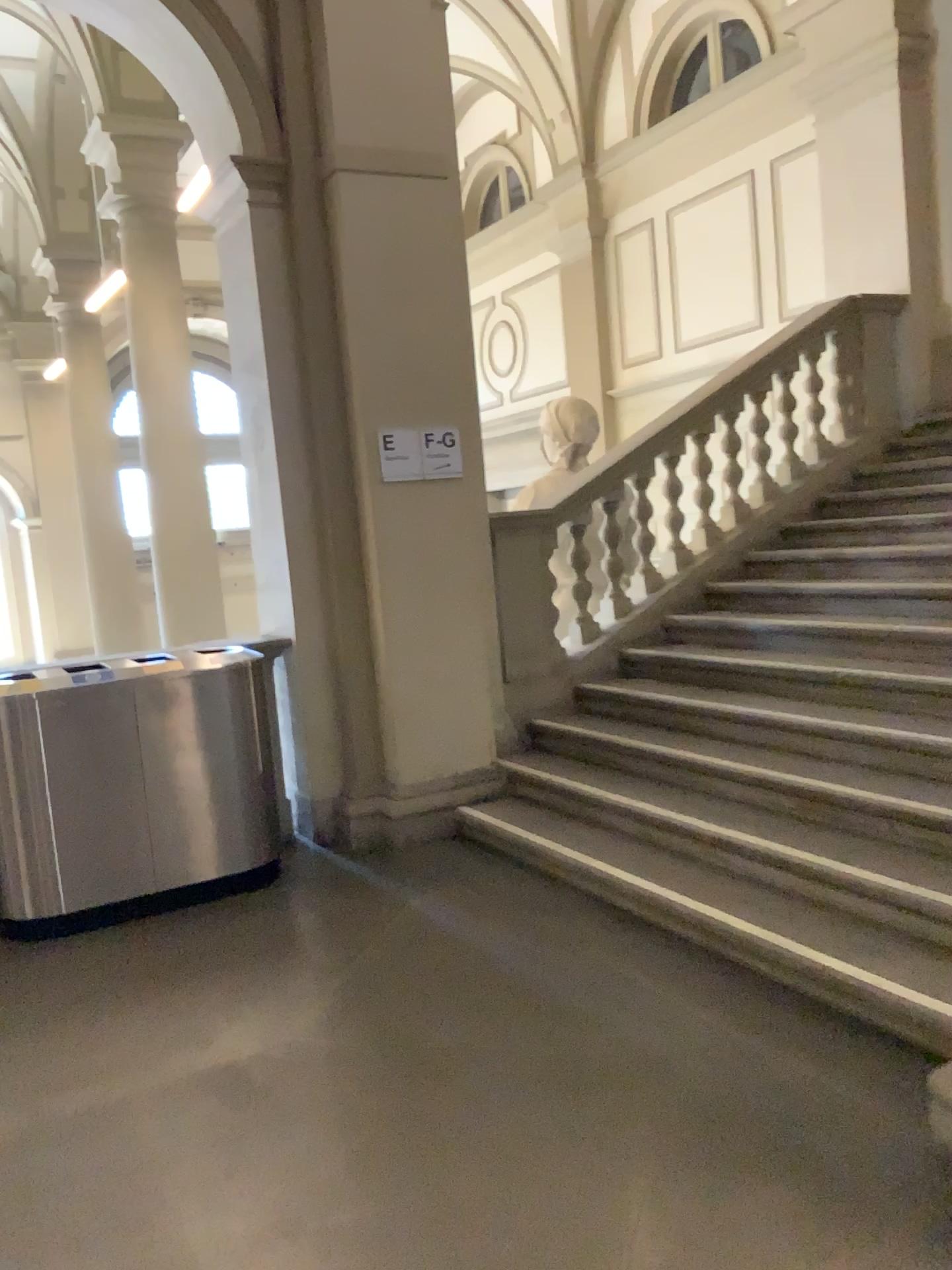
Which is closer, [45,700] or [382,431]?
[45,700]

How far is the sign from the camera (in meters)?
4.87

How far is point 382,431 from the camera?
4.87m

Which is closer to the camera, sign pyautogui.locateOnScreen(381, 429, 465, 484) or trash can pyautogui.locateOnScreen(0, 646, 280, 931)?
trash can pyautogui.locateOnScreen(0, 646, 280, 931)

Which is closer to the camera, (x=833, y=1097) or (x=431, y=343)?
(x=833, y=1097)

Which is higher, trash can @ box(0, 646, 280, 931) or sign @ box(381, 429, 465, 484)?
sign @ box(381, 429, 465, 484)

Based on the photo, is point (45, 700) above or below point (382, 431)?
below
